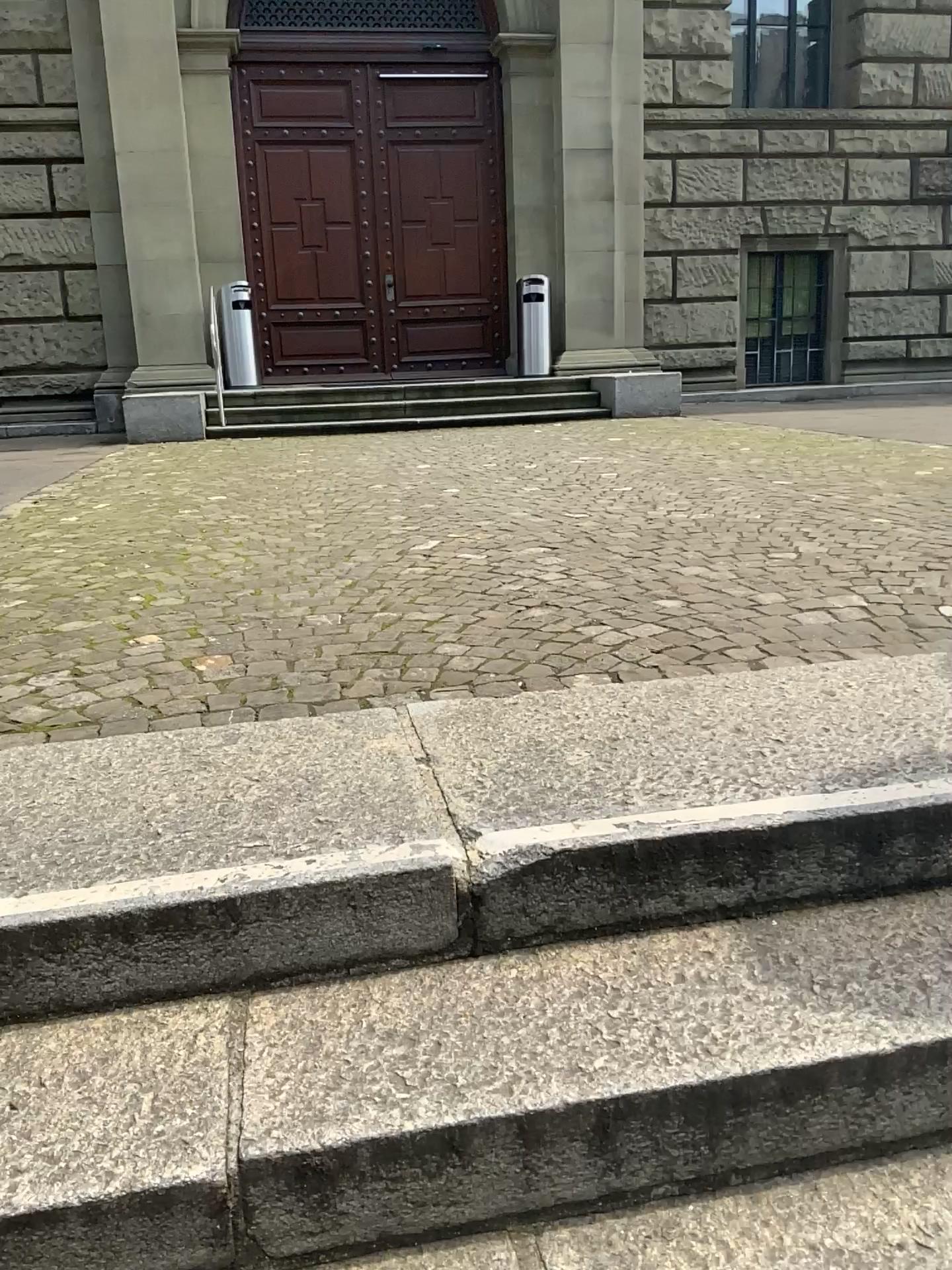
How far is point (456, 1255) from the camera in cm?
118

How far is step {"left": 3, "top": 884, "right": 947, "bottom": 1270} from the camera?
1.1m

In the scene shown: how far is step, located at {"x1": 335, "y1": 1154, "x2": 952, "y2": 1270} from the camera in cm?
118

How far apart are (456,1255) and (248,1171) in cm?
26

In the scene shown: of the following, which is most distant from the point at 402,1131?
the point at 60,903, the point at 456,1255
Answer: the point at 60,903

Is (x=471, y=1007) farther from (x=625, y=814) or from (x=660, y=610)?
(x=660, y=610)
